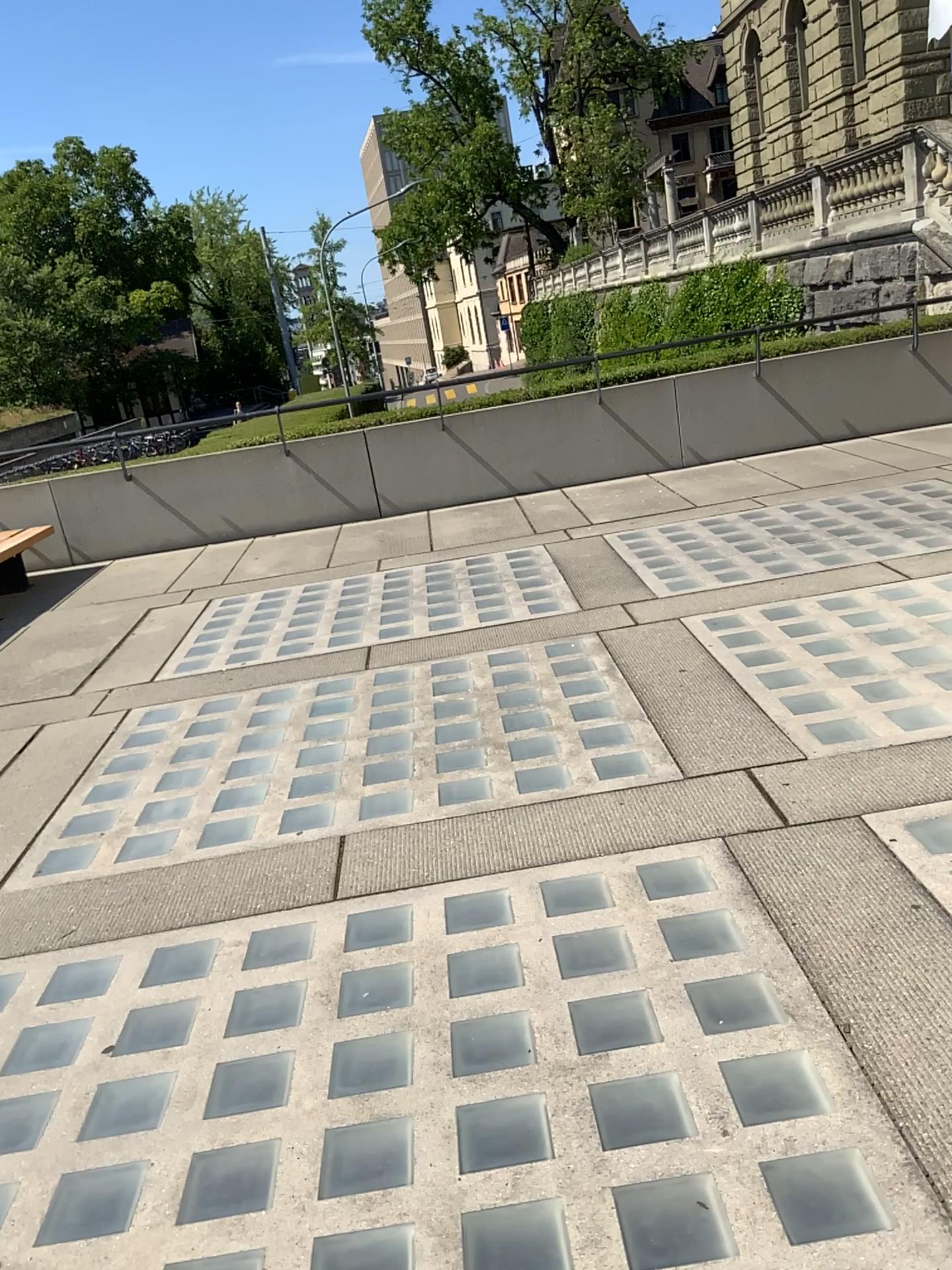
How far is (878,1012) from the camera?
2.18m
